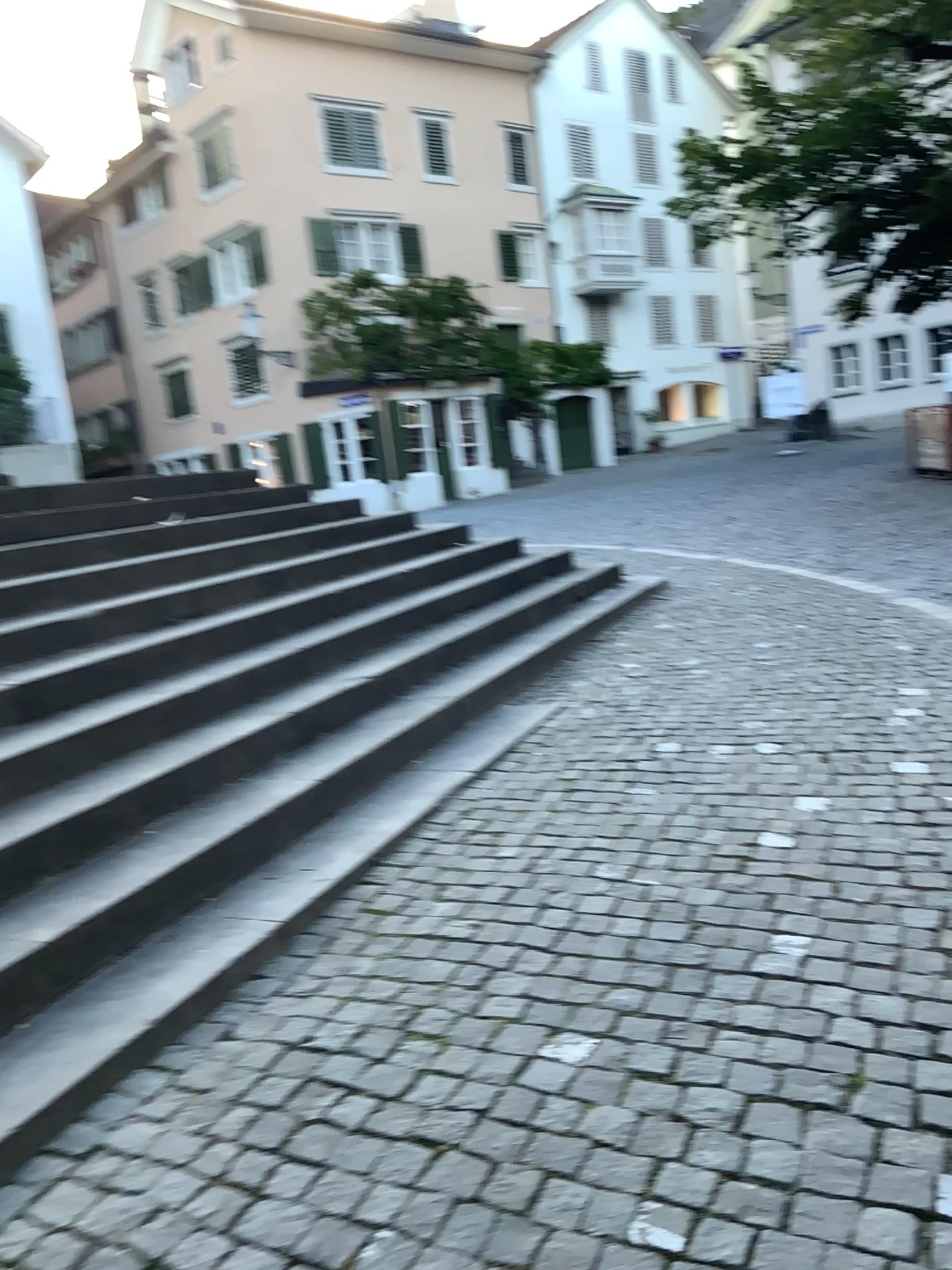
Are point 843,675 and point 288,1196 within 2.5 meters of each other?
no
